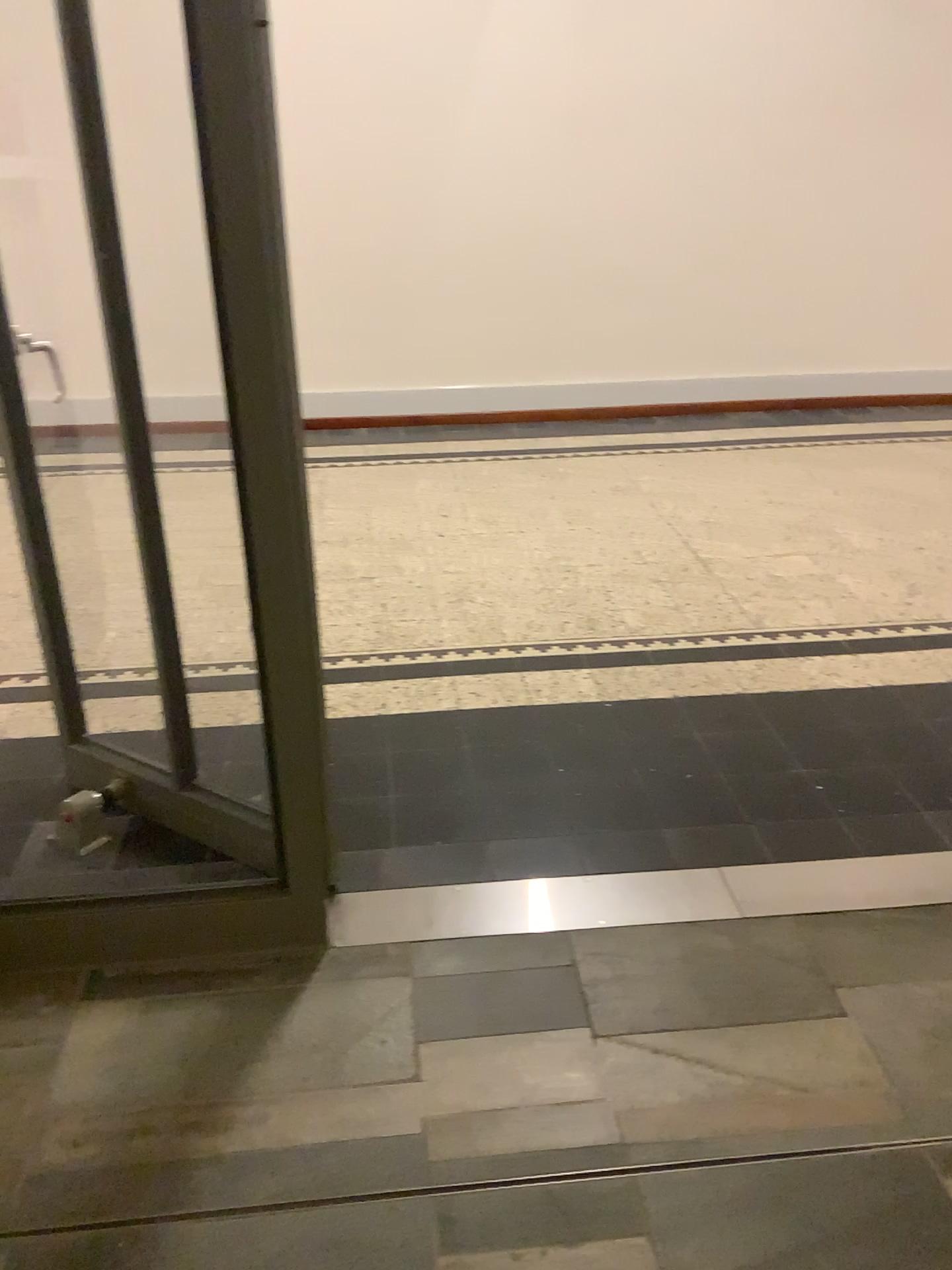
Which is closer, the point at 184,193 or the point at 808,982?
the point at 184,193
